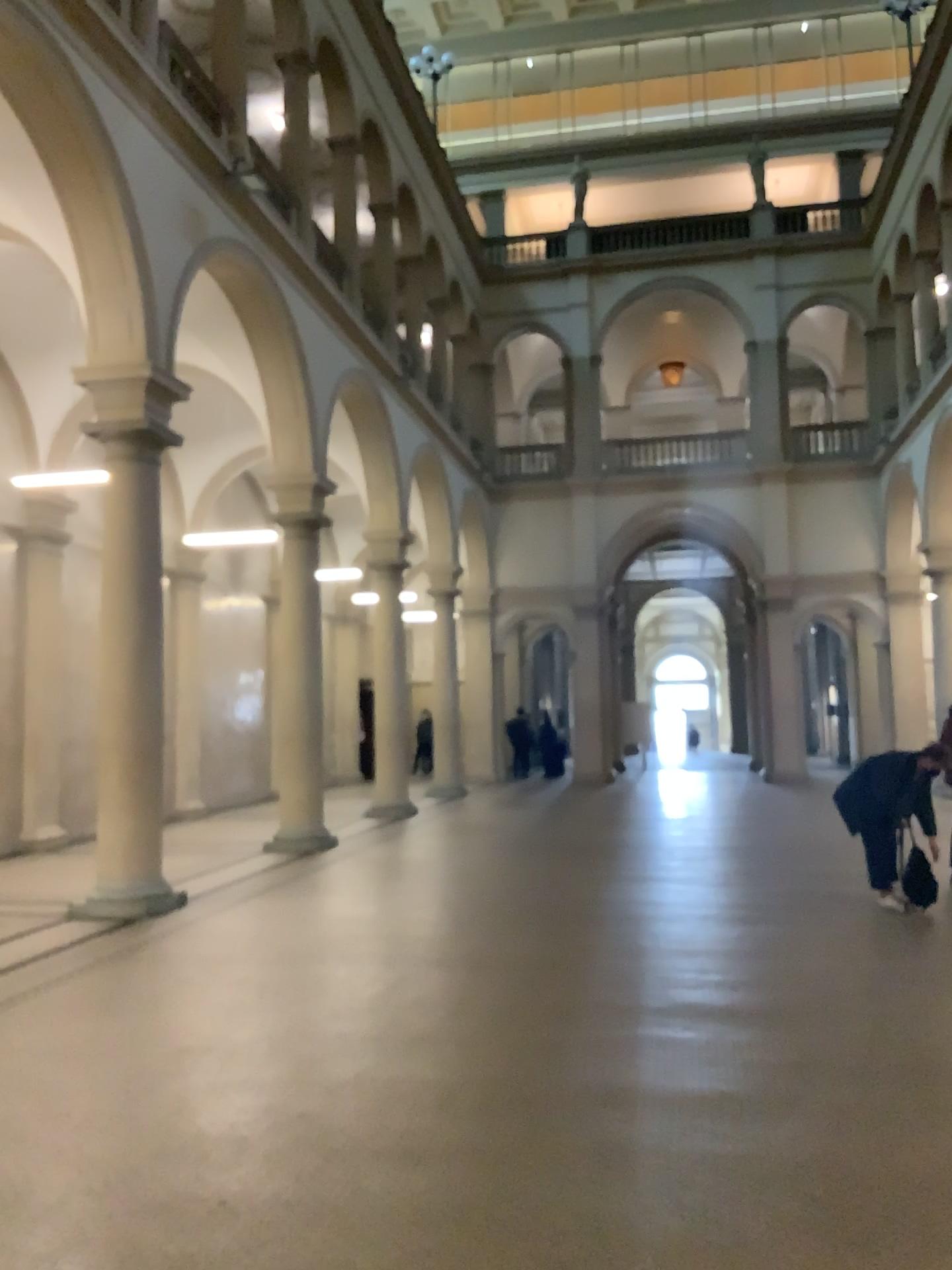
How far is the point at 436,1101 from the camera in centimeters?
436cm
